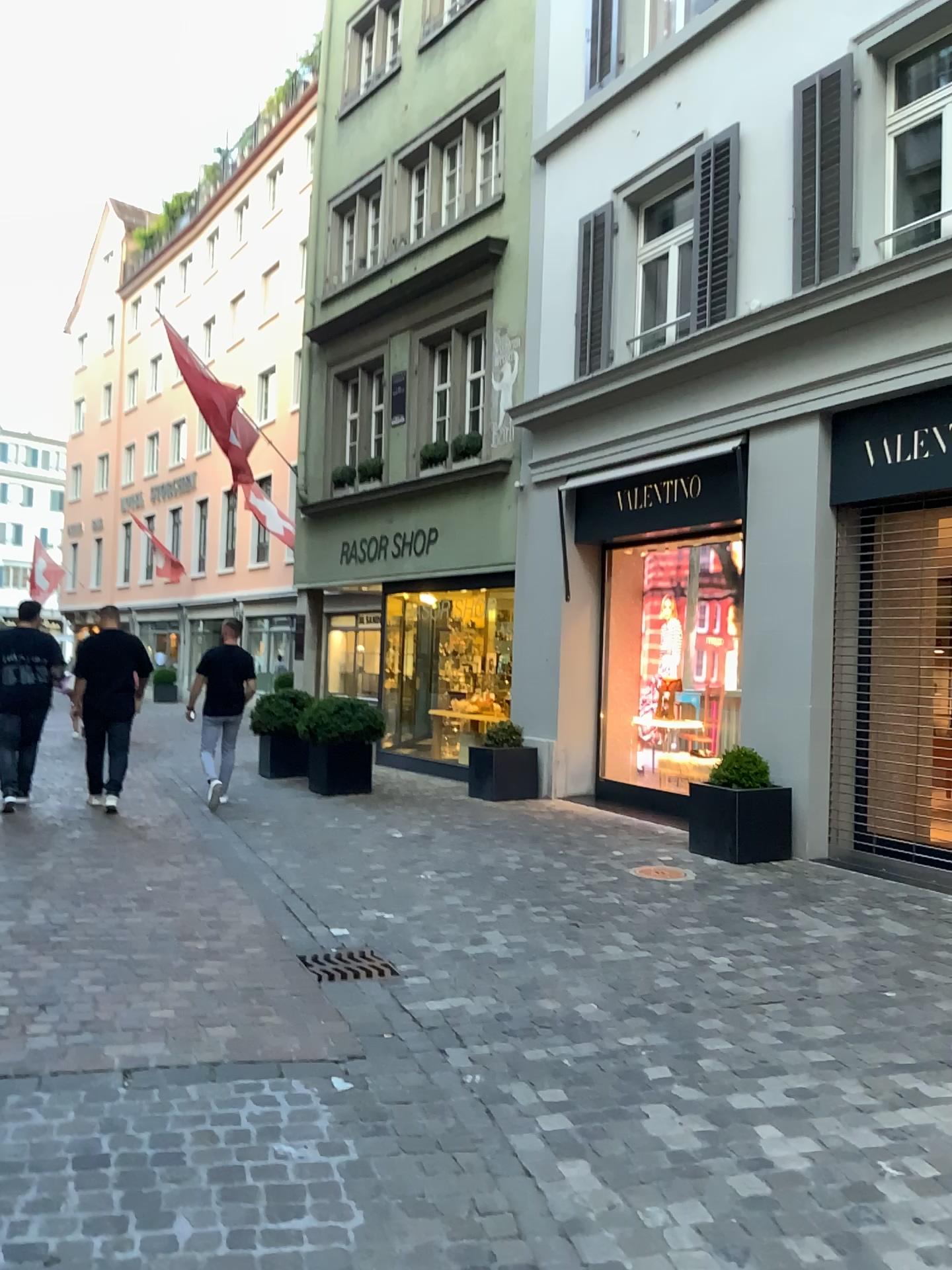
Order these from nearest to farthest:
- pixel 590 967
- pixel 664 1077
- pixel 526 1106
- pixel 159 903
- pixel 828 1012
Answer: pixel 526 1106
pixel 664 1077
pixel 828 1012
pixel 590 967
pixel 159 903
